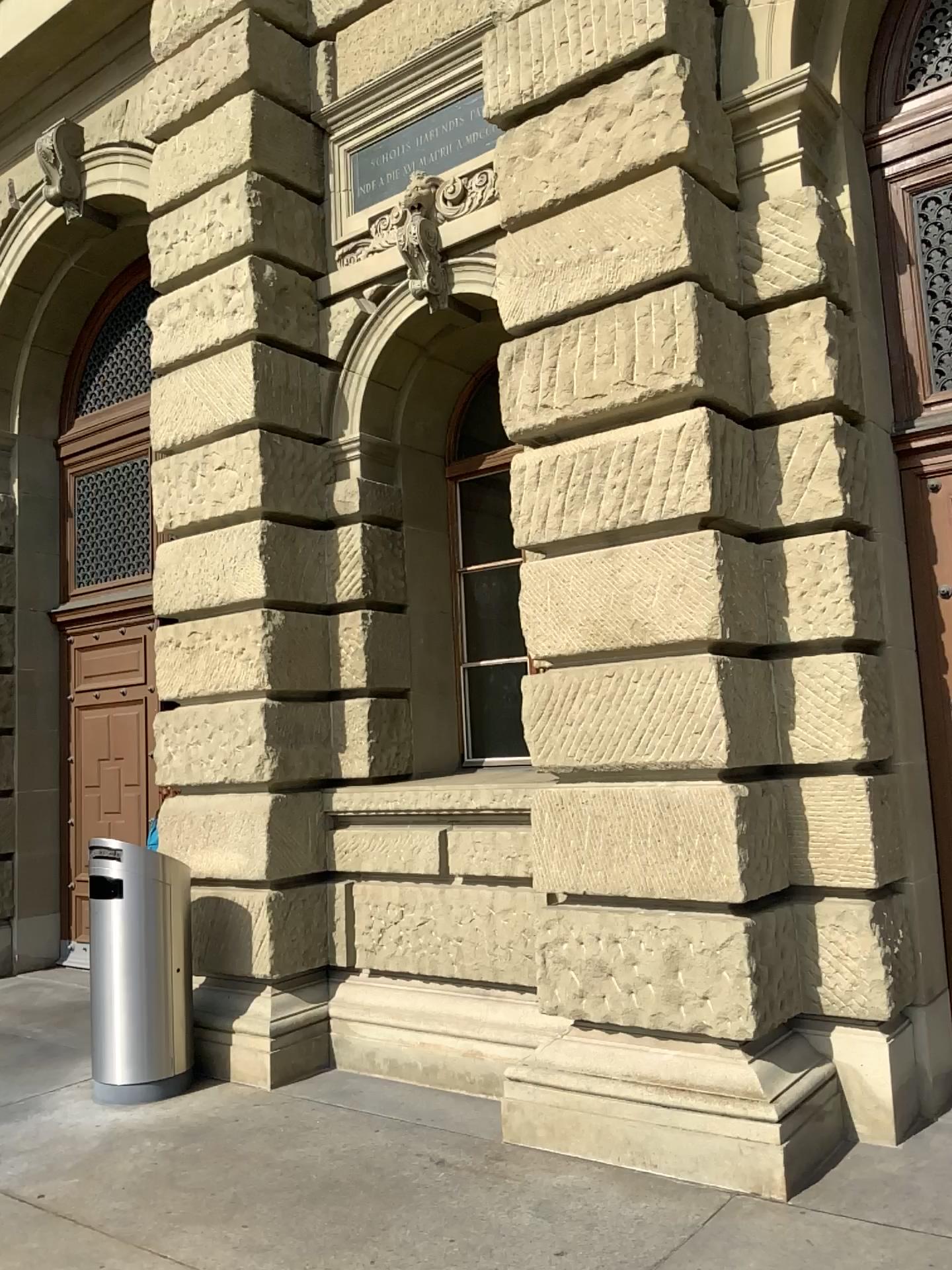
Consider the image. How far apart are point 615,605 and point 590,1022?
1.74m
